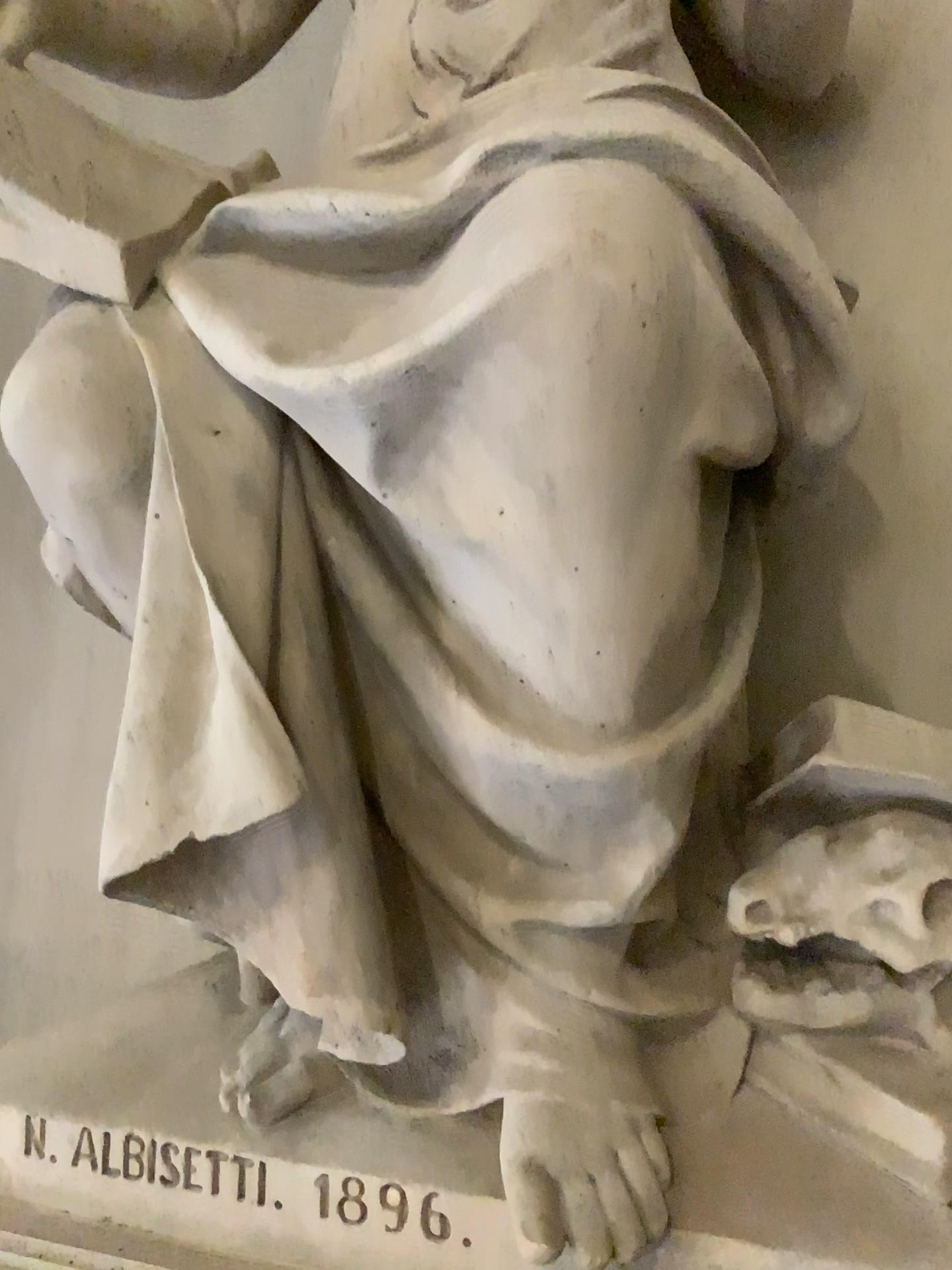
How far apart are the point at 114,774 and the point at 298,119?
1.5m

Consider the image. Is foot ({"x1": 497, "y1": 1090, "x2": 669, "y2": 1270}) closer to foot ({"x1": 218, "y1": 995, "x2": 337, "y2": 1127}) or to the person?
the person

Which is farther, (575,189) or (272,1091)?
(272,1091)

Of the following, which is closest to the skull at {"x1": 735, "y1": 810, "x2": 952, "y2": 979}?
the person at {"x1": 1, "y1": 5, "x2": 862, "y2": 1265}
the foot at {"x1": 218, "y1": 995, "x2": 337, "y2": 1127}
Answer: the person at {"x1": 1, "y1": 5, "x2": 862, "y2": 1265}

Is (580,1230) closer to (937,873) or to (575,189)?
(937,873)

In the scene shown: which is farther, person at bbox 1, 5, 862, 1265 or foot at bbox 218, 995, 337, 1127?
foot at bbox 218, 995, 337, 1127

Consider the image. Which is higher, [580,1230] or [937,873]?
[937,873]

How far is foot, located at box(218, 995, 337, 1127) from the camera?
1.39m

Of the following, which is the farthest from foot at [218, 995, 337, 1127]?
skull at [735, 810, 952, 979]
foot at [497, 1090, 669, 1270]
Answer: skull at [735, 810, 952, 979]

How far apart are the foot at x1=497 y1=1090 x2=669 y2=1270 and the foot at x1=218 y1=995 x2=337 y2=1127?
Result: 0.3m
